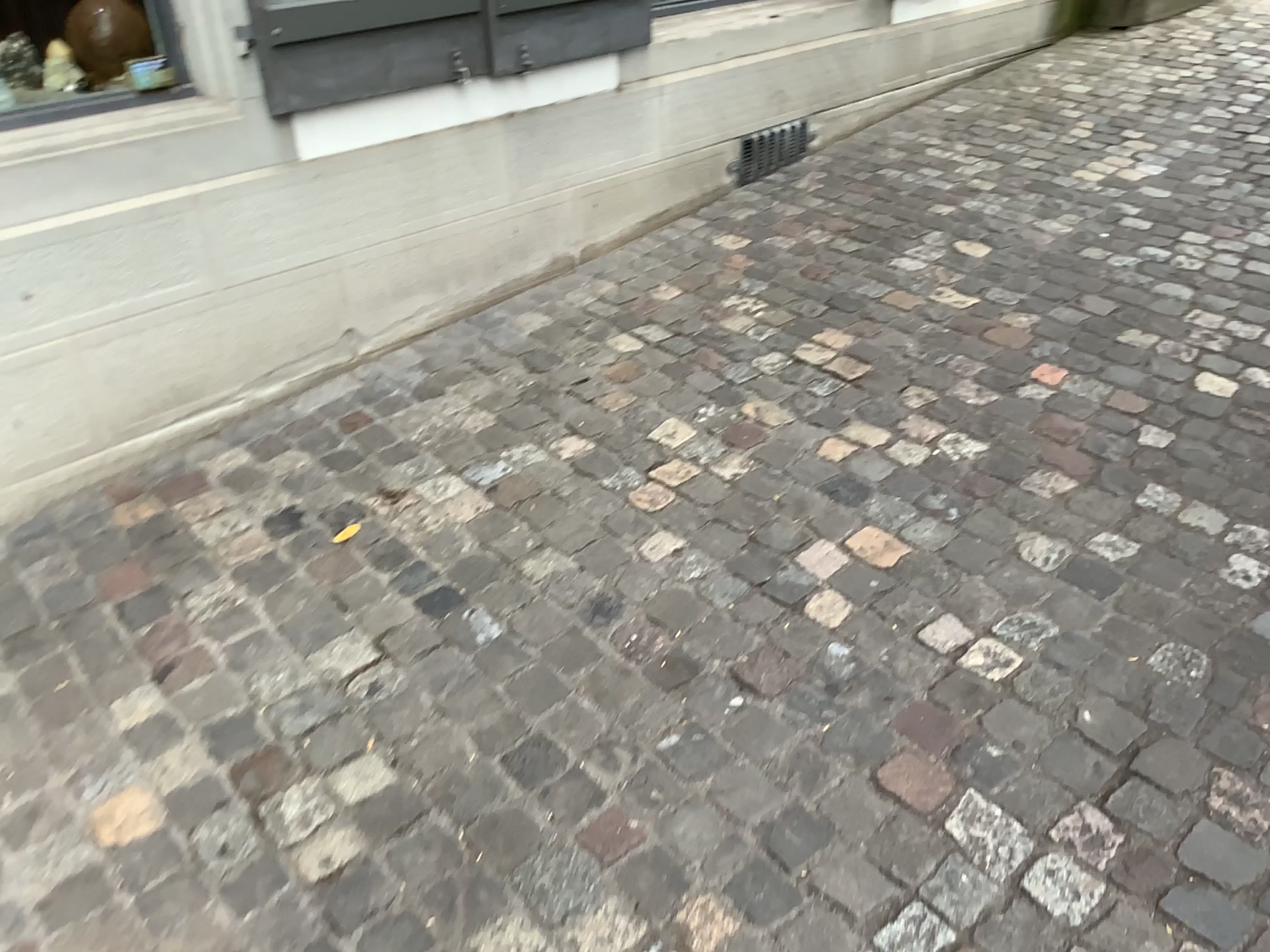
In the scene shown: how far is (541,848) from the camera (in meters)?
1.54

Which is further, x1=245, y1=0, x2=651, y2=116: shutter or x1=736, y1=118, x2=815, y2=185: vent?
x1=736, y1=118, x2=815, y2=185: vent

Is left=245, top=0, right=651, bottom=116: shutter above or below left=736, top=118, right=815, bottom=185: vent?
above

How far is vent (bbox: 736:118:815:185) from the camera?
3.7 meters

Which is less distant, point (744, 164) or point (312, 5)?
point (312, 5)

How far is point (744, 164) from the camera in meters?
3.7 m

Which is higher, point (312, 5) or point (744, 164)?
point (312, 5)
